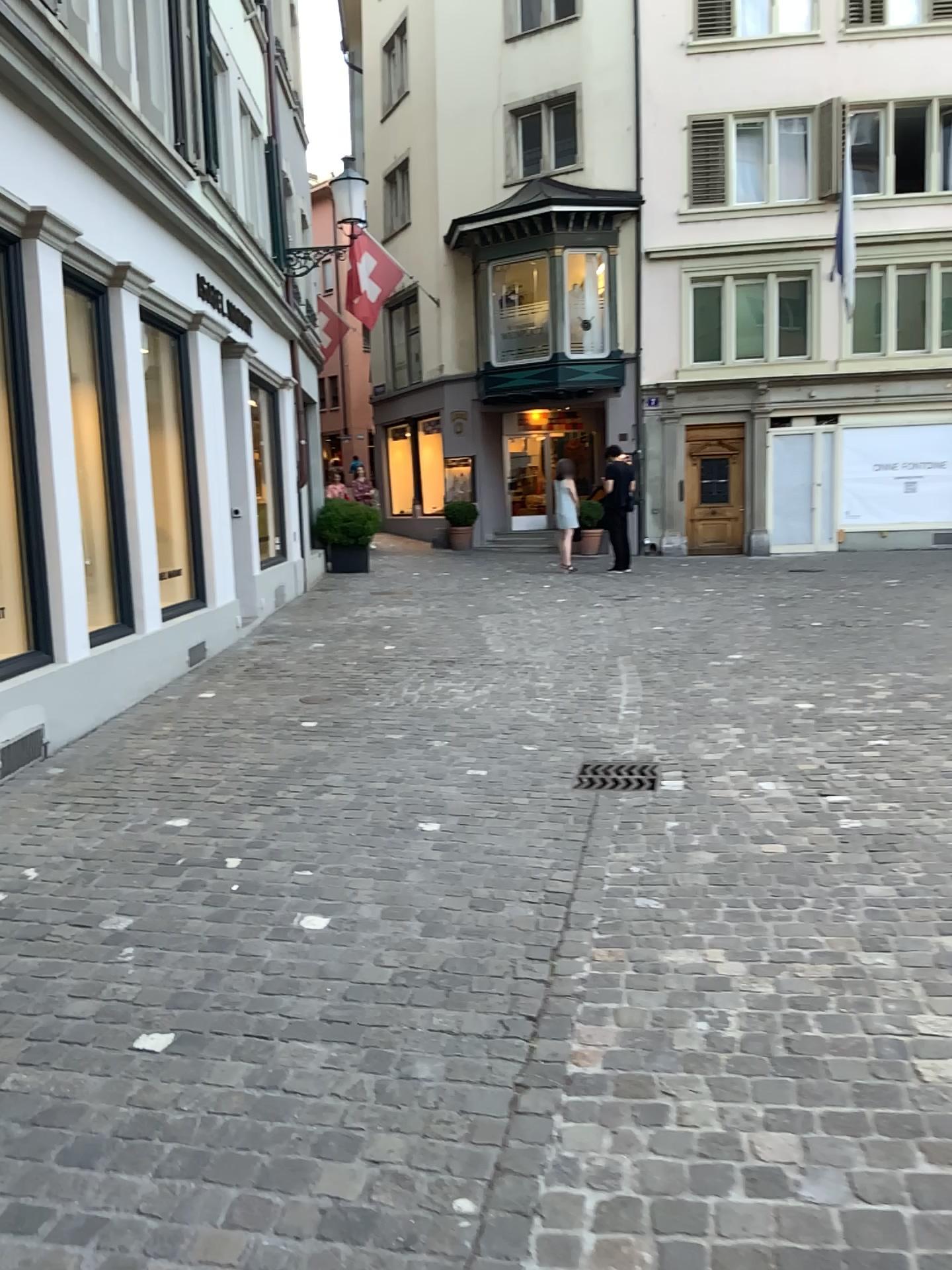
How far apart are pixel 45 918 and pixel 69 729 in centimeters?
242cm
